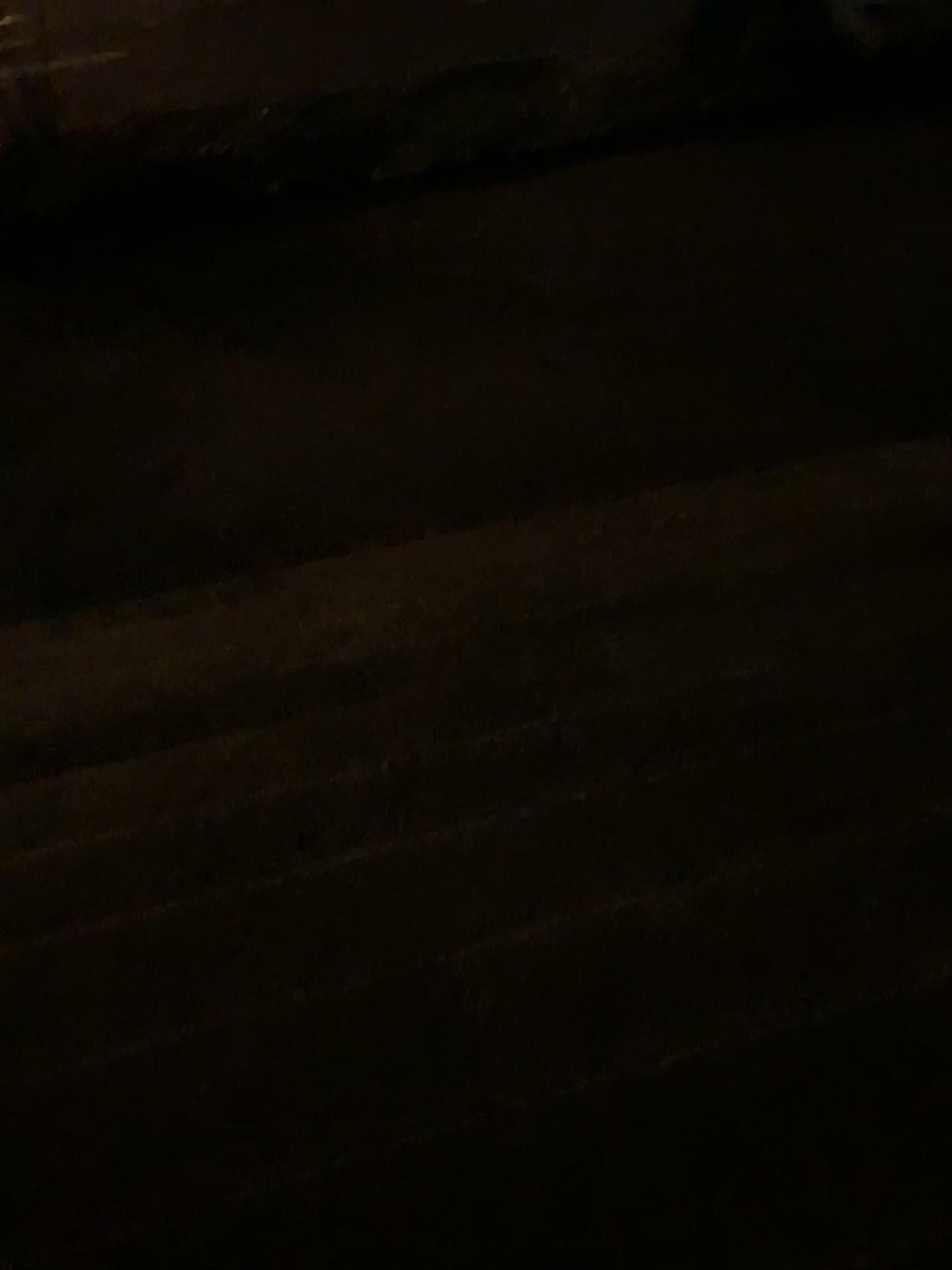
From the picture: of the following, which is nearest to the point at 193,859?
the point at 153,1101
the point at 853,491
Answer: the point at 153,1101
